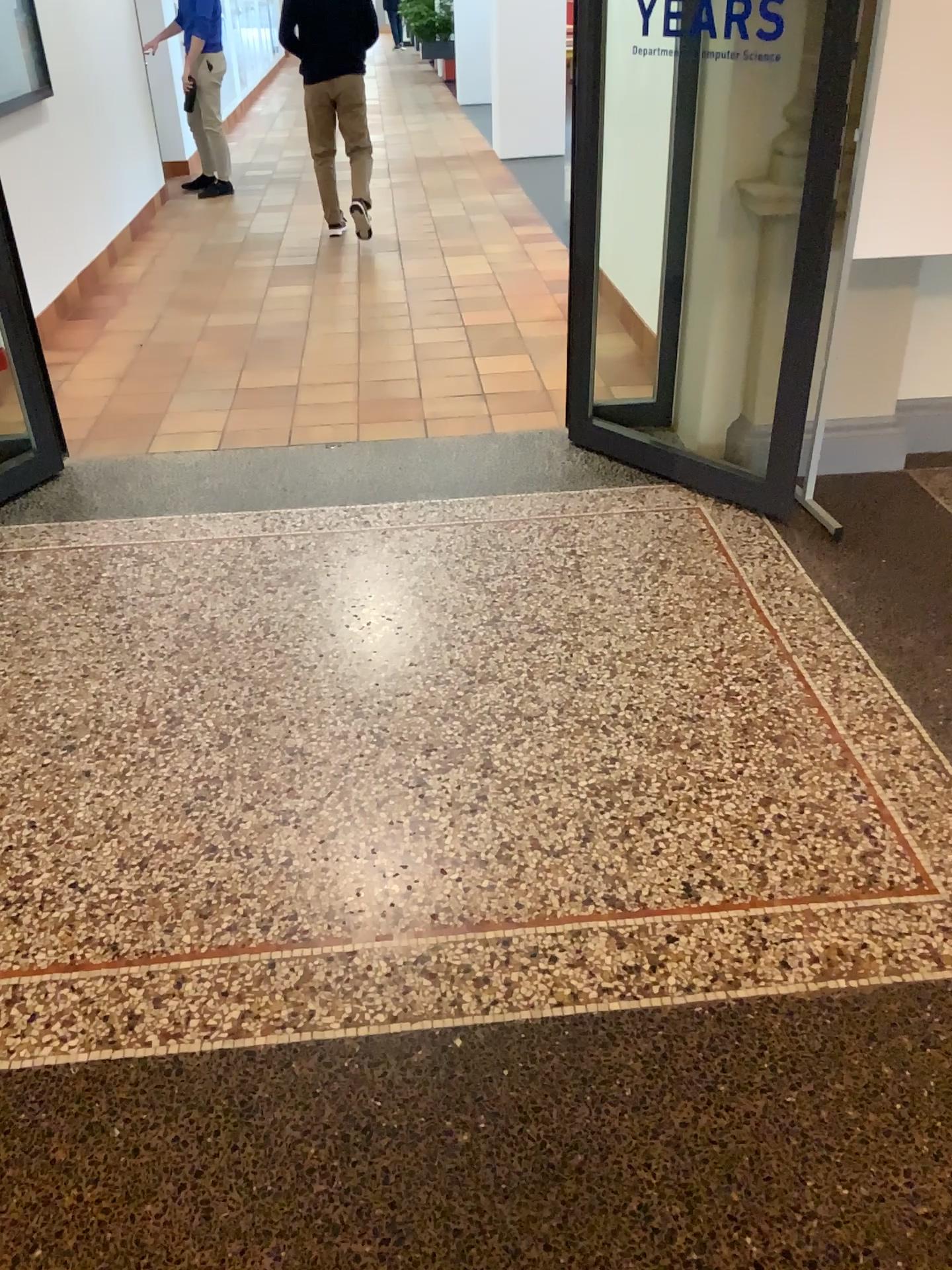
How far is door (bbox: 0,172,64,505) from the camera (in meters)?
3.36

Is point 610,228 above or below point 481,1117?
above

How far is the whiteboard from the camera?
2.63m

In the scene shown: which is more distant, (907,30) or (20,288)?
(20,288)

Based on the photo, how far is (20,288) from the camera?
3.4m

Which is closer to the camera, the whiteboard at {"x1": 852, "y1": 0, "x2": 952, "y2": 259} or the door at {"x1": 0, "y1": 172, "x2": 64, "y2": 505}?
the whiteboard at {"x1": 852, "y1": 0, "x2": 952, "y2": 259}

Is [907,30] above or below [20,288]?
above

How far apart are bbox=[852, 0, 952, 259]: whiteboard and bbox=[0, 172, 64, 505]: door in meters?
2.5
